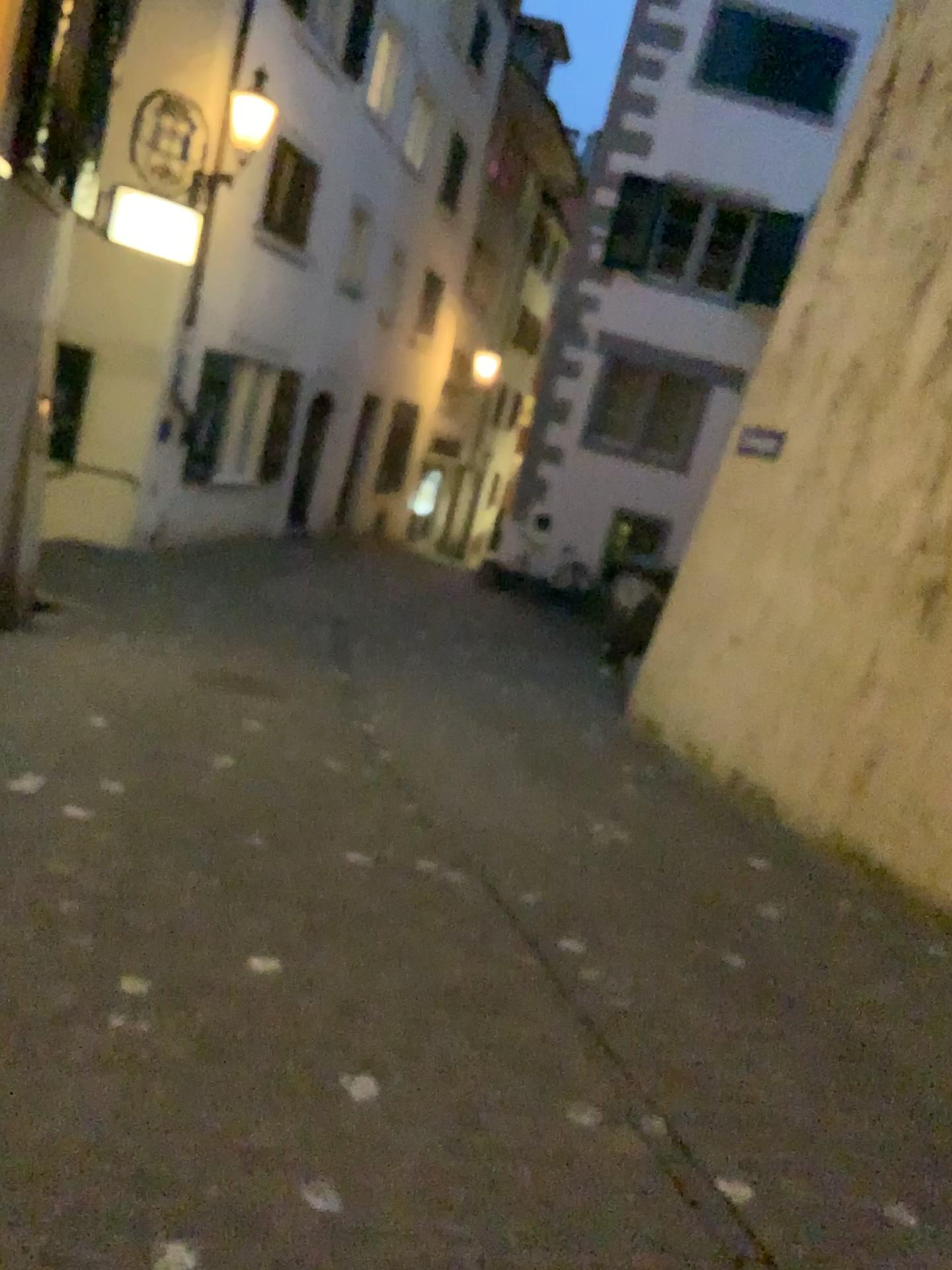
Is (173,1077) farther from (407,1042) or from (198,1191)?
(407,1042)
